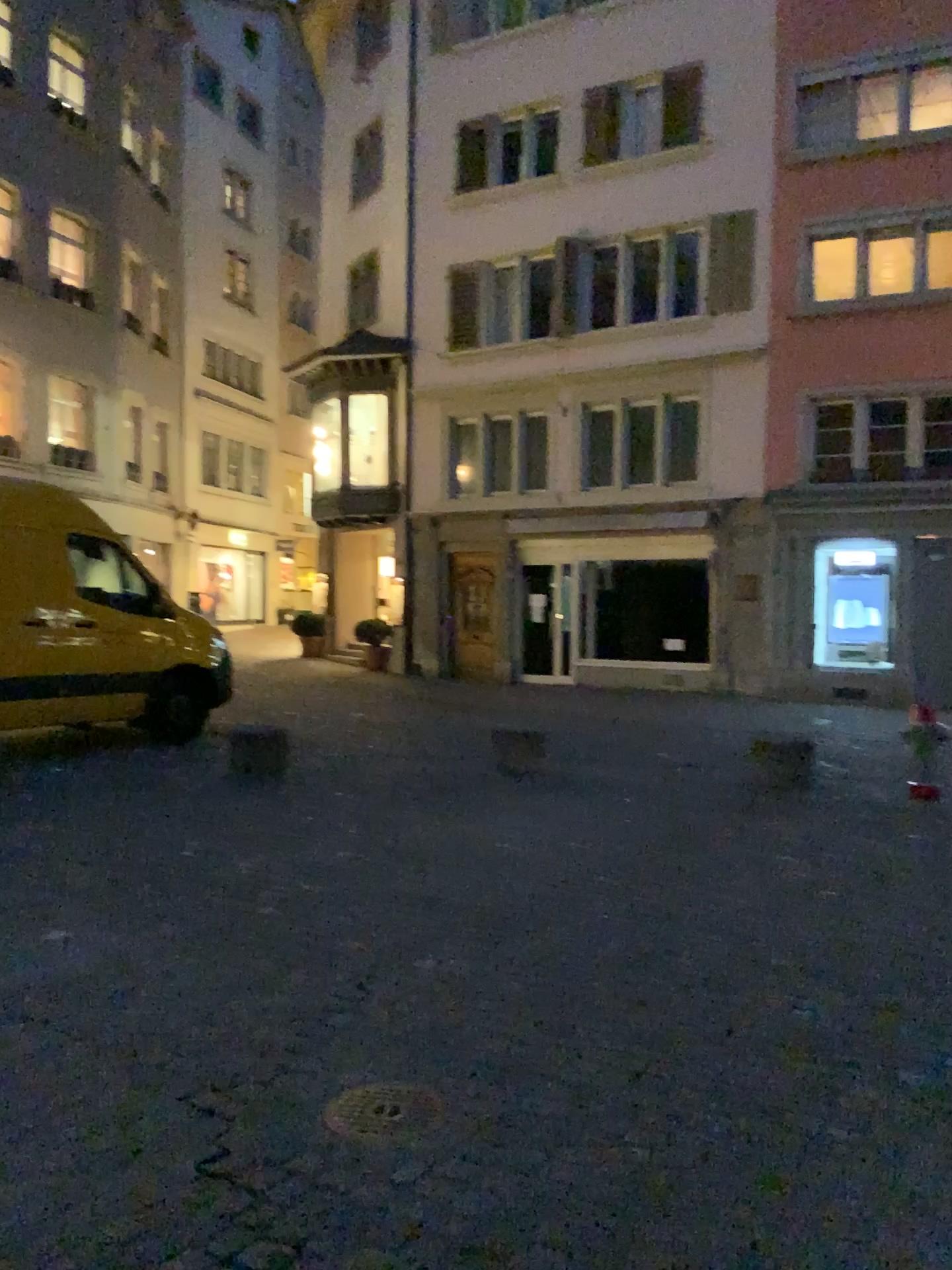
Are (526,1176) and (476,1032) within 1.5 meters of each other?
yes

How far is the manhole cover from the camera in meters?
2.7

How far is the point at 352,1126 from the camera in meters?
2.7 m
